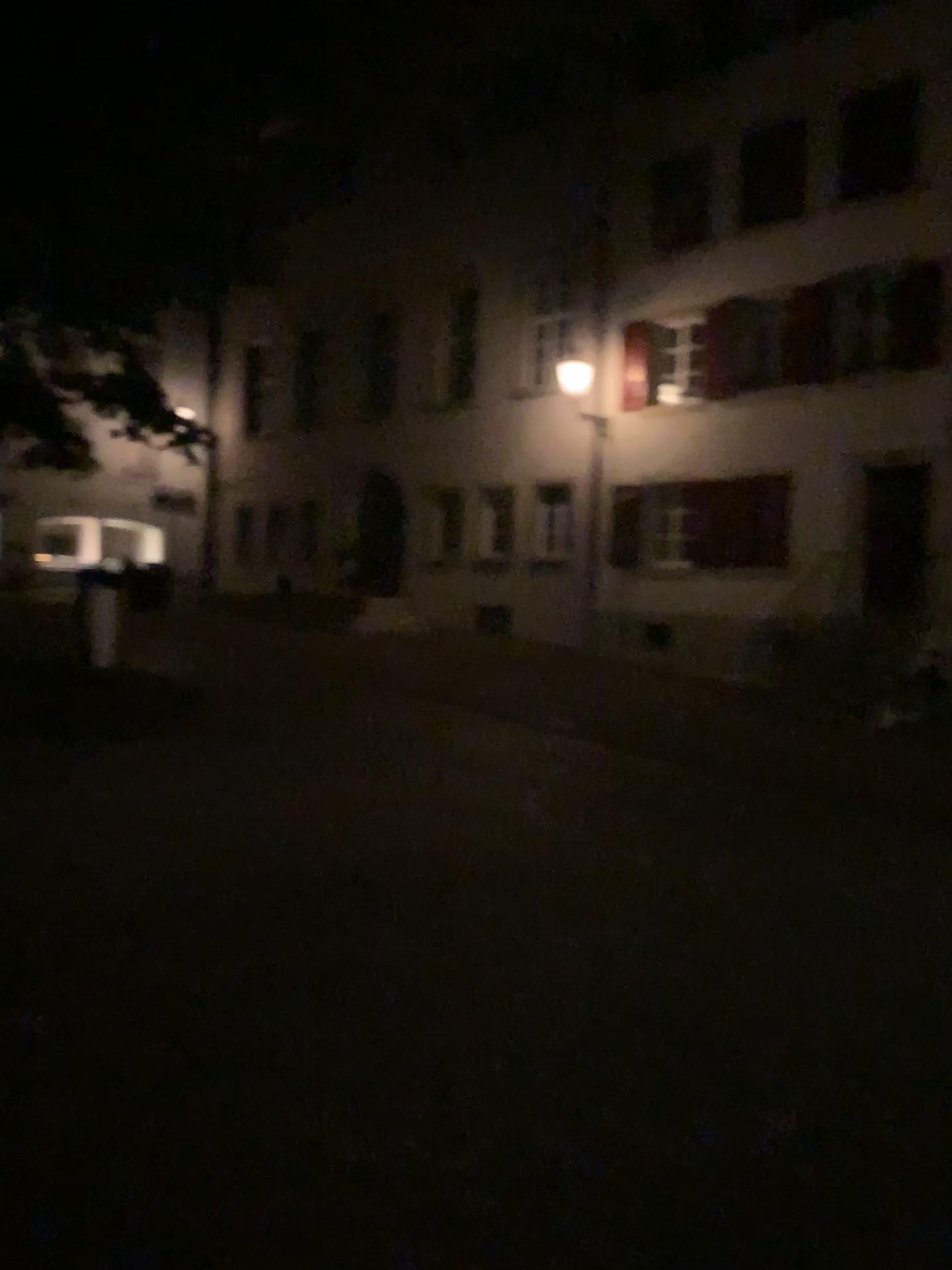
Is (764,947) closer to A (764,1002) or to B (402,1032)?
A (764,1002)
